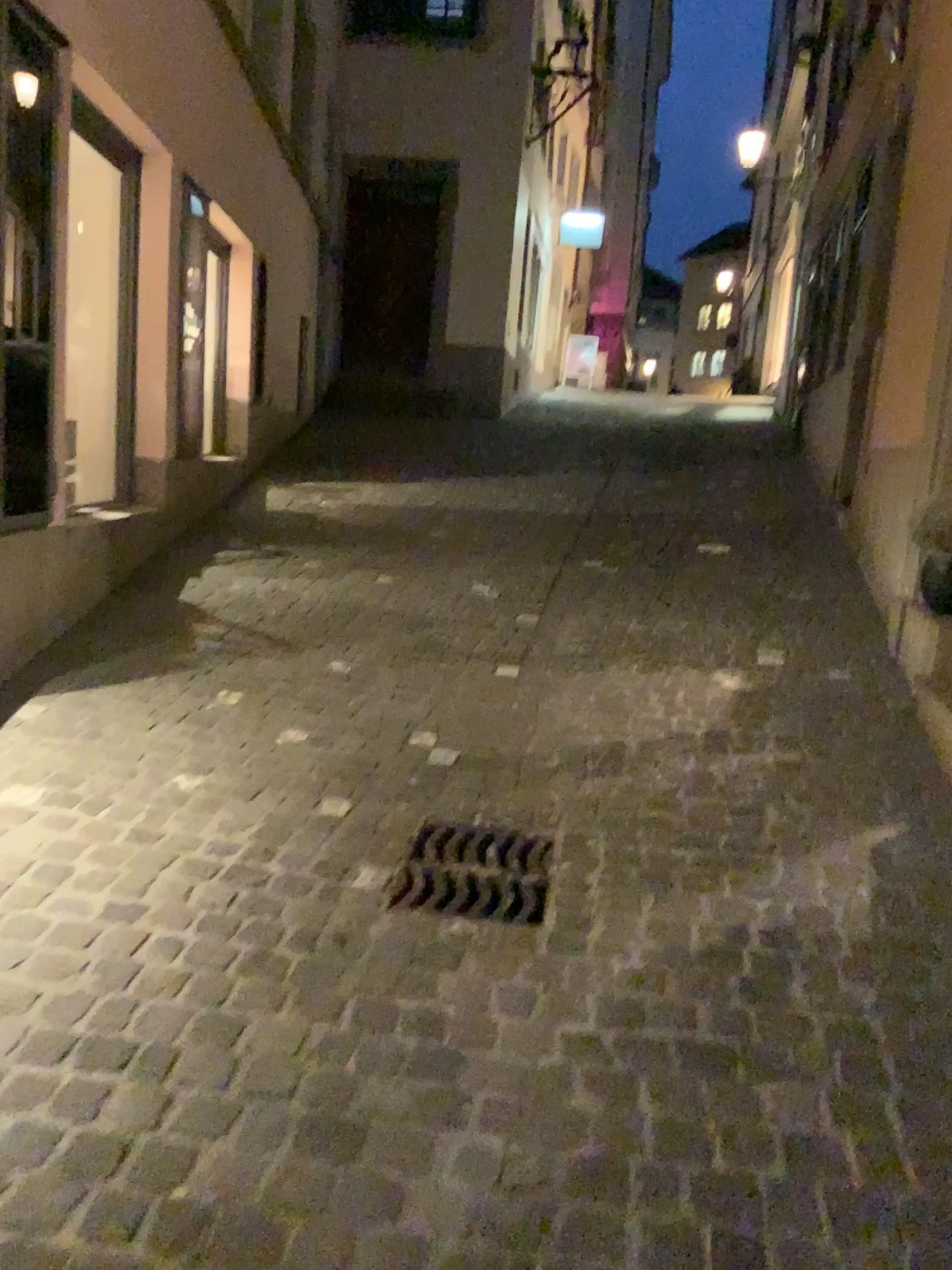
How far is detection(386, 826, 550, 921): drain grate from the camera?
2.5m

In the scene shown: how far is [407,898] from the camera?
2.5 meters

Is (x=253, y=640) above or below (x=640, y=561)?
below
